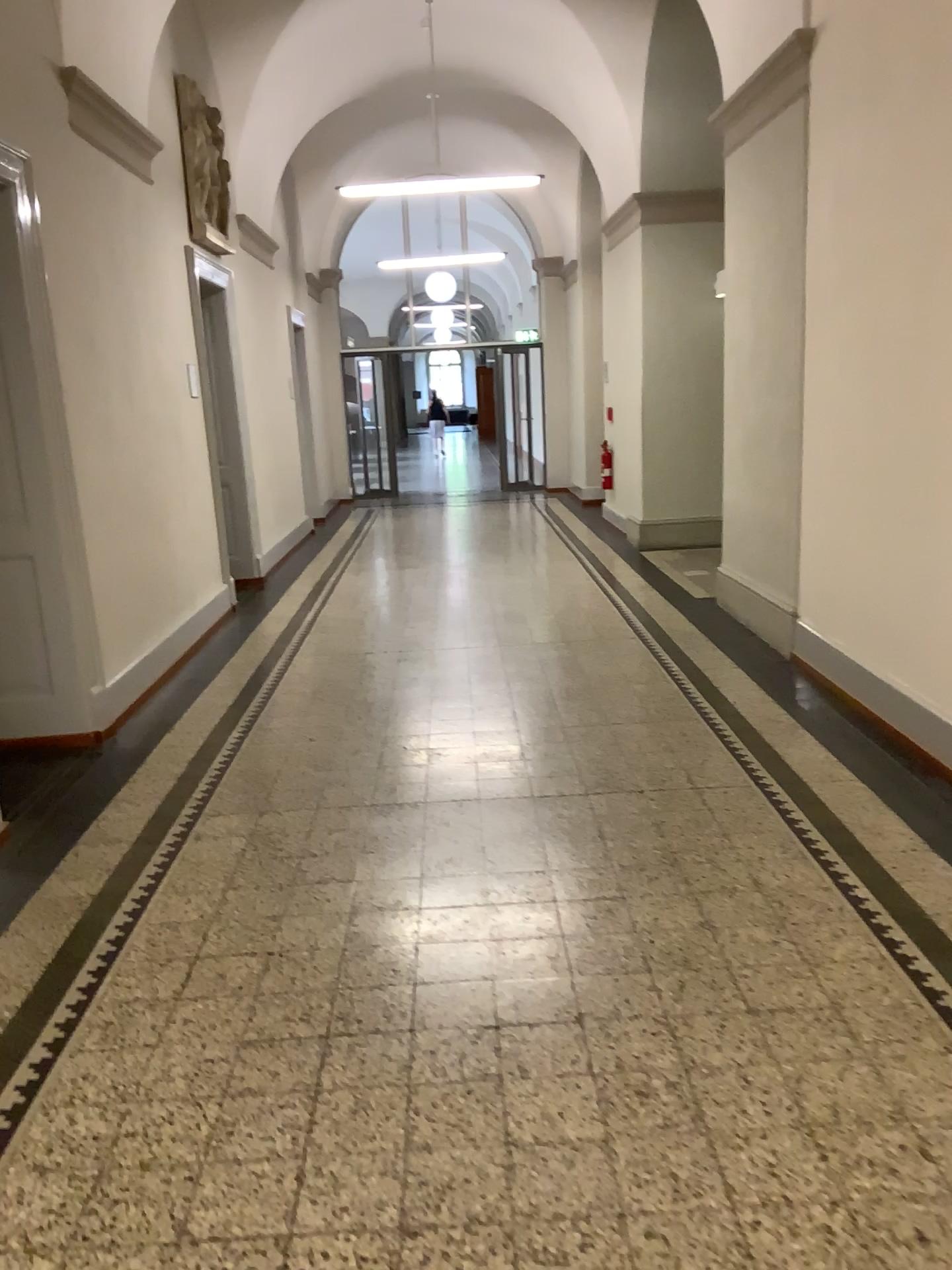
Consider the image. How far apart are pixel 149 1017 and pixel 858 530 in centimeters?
341cm
